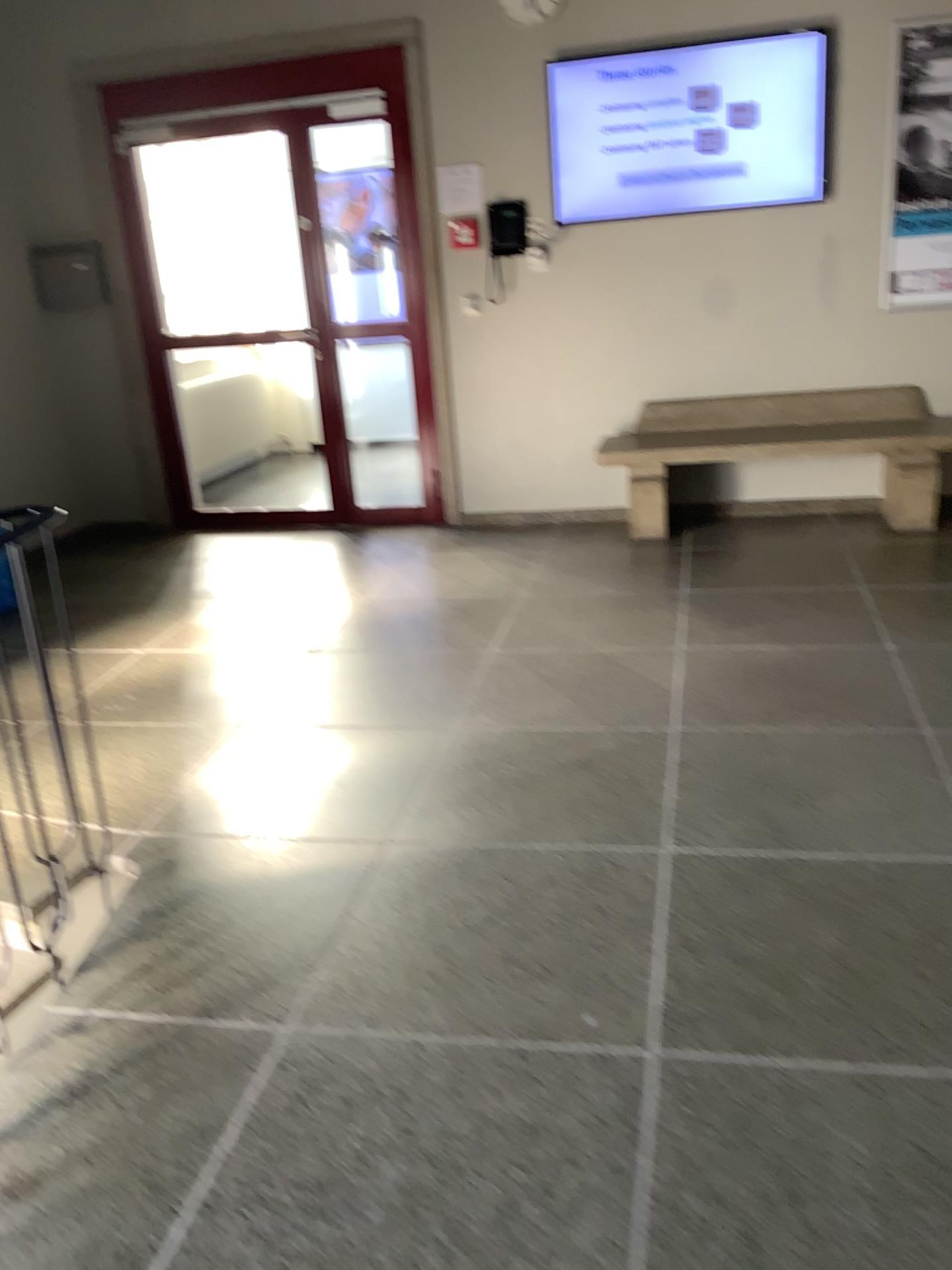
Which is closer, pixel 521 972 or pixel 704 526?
pixel 521 972
